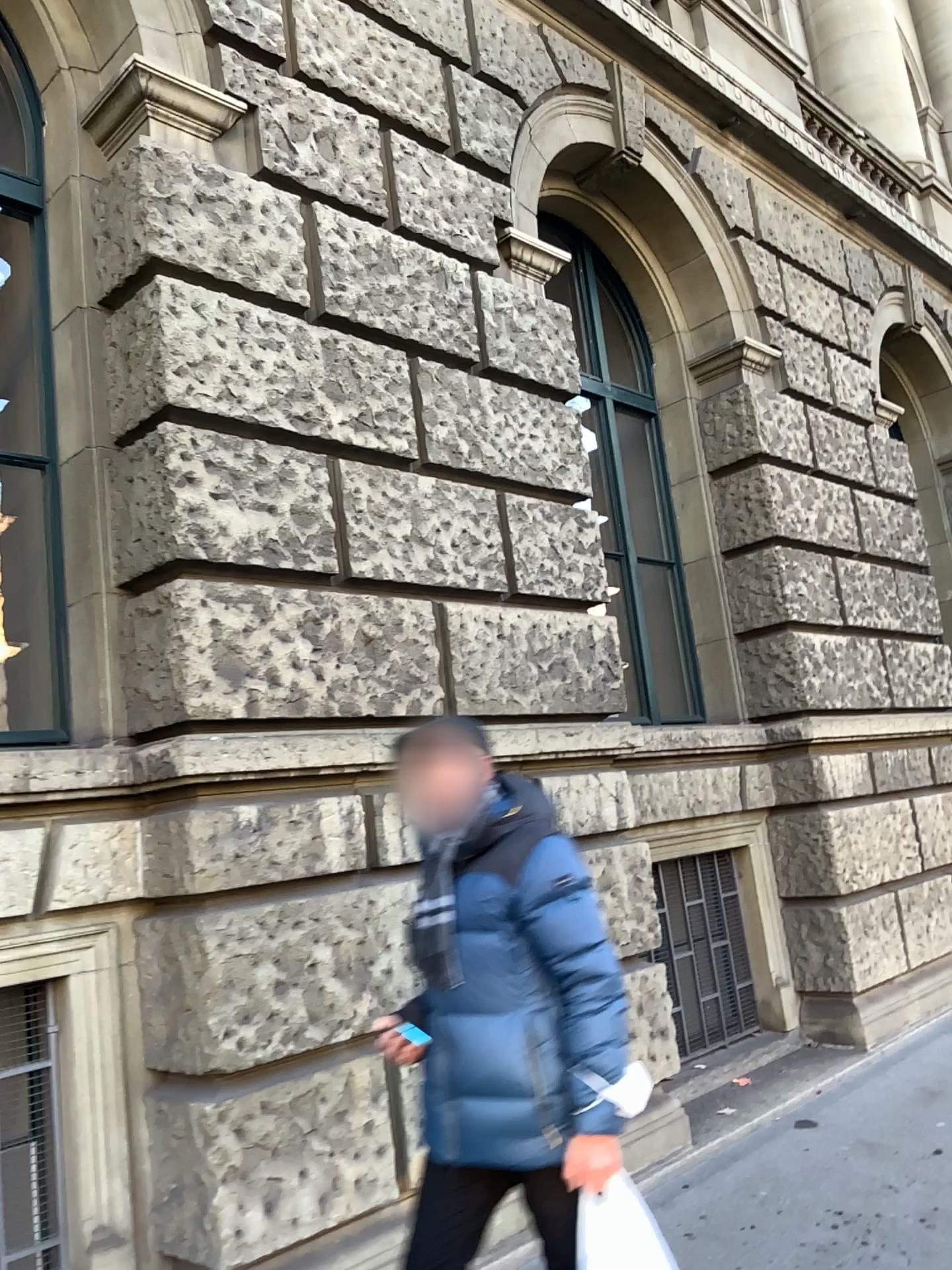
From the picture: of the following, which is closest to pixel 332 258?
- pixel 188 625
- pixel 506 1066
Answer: pixel 188 625

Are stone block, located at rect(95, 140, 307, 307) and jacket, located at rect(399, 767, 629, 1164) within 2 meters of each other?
no

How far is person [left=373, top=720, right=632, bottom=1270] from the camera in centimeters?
219cm

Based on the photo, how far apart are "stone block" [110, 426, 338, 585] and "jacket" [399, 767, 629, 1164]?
1.5 meters

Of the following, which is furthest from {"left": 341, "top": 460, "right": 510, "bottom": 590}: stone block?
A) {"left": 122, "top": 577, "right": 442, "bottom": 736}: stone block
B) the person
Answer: the person

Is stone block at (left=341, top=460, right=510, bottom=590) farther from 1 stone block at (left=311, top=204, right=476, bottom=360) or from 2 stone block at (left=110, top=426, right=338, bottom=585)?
1 stone block at (left=311, top=204, right=476, bottom=360)

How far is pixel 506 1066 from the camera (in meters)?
2.19

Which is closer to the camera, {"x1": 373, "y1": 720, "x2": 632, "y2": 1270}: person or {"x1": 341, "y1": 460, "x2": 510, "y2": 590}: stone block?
{"x1": 373, "y1": 720, "x2": 632, "y2": 1270}: person

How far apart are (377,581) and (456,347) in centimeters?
122cm

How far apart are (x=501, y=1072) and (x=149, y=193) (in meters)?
2.96
